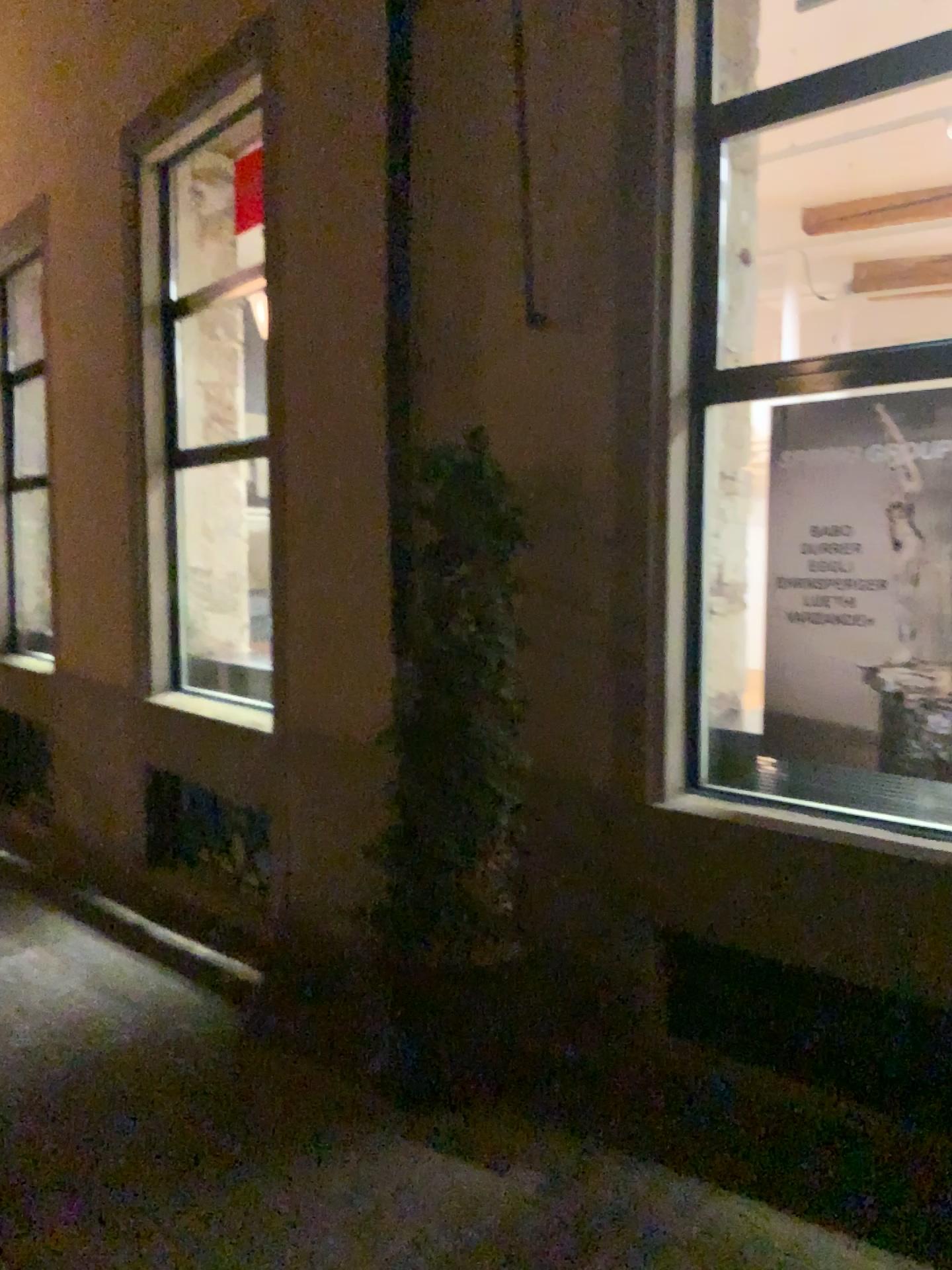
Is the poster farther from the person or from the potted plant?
the potted plant

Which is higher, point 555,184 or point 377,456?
point 555,184

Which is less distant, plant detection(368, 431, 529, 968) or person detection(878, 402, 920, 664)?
person detection(878, 402, 920, 664)

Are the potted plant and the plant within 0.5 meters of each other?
yes

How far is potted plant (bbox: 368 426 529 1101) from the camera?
3.4 meters

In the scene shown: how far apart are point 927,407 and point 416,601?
1.6m

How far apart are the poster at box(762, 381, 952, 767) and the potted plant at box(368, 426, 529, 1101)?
0.8 meters

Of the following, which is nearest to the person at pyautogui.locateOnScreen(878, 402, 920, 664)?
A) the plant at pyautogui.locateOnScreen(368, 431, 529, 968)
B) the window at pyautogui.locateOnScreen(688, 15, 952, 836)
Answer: the window at pyautogui.locateOnScreen(688, 15, 952, 836)

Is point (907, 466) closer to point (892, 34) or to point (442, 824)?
point (892, 34)

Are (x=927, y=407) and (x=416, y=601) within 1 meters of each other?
no
